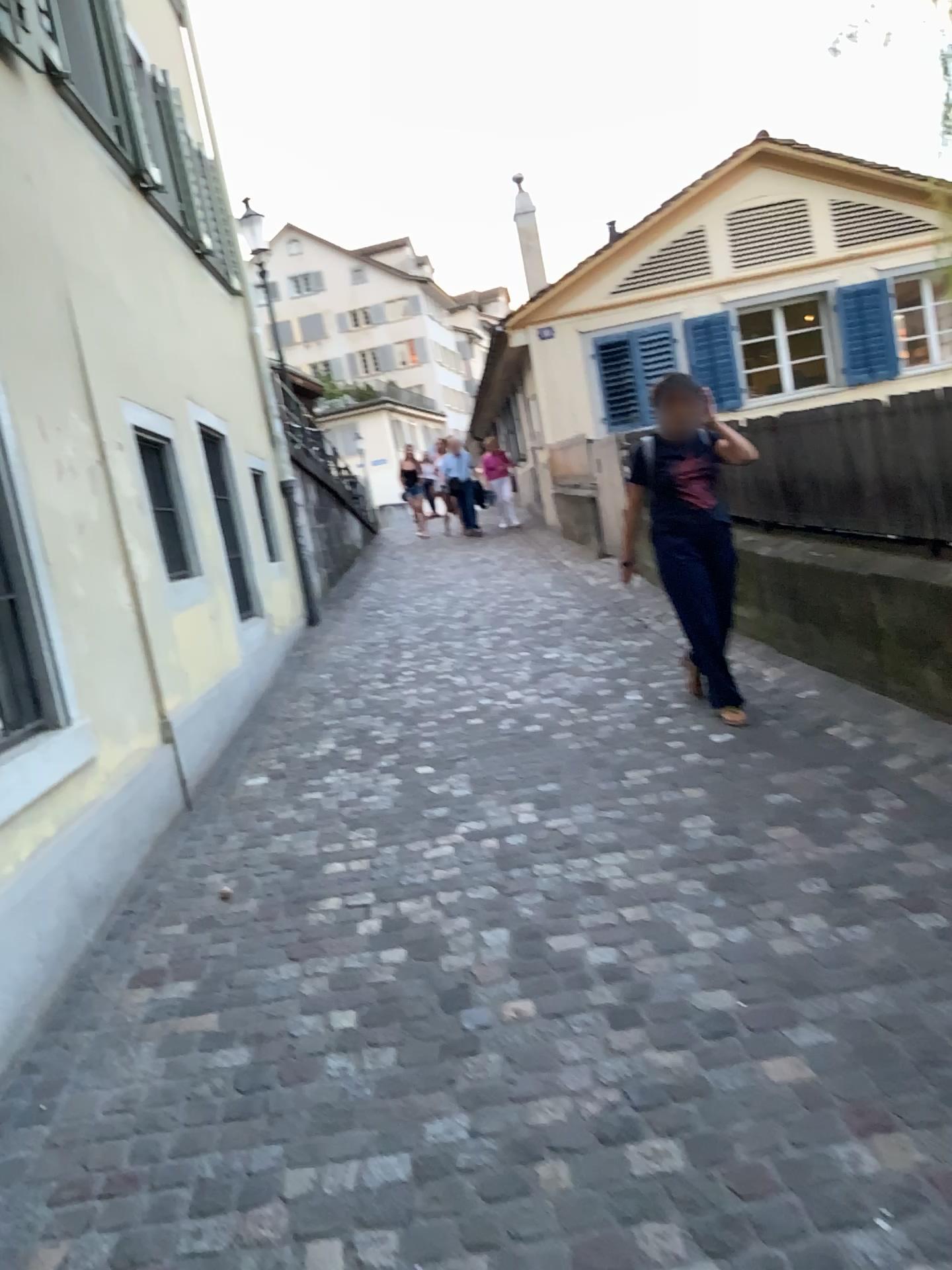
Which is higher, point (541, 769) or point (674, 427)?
point (674, 427)
